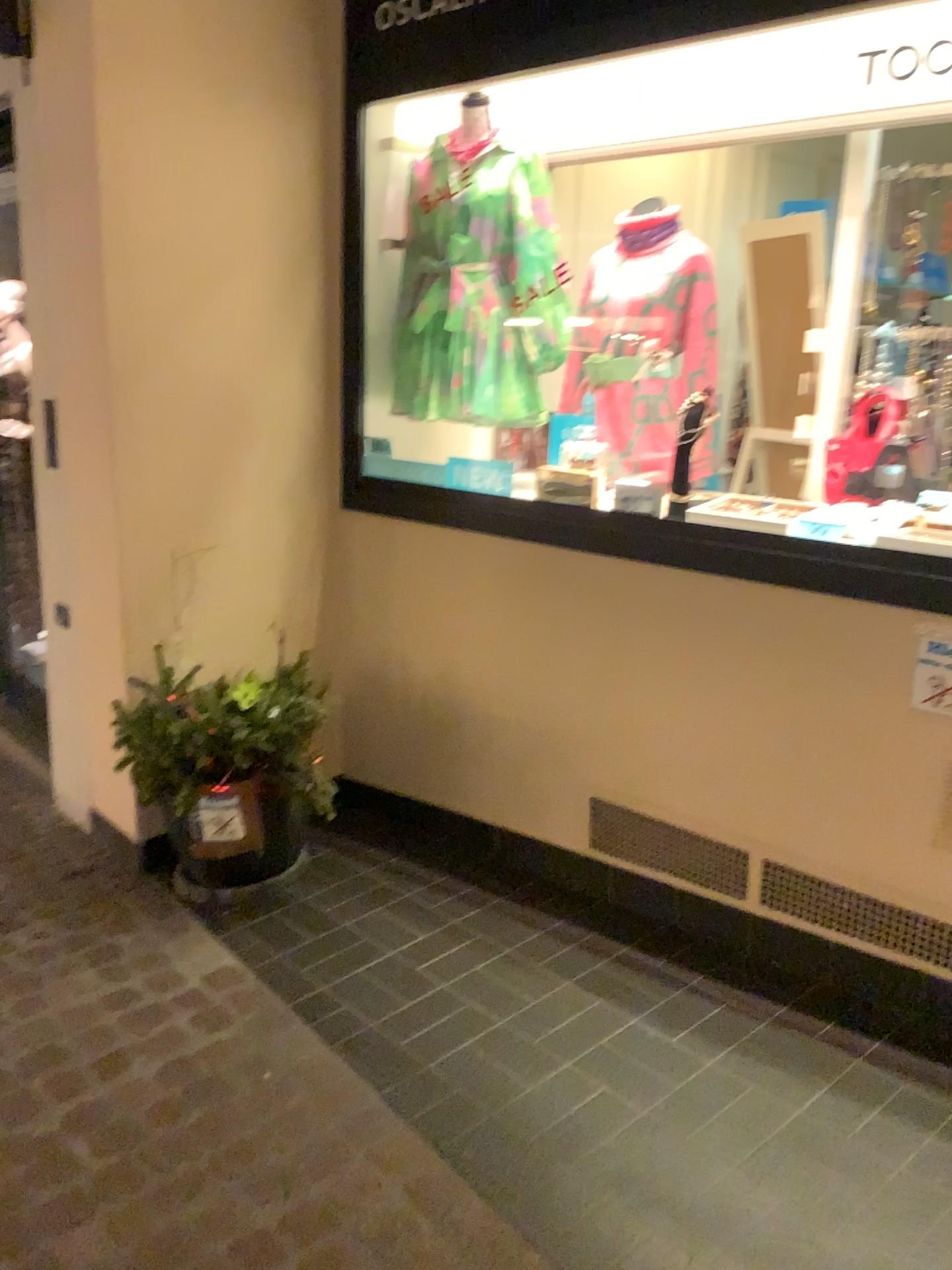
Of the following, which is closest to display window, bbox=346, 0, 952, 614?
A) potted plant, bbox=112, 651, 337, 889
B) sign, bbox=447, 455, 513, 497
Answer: sign, bbox=447, 455, 513, 497

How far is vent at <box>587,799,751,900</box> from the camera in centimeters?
251cm

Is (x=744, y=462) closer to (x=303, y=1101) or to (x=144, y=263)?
(x=144, y=263)

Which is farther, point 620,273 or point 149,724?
point 620,273

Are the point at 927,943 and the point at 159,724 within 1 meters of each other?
no

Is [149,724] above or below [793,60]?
below

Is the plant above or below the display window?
below

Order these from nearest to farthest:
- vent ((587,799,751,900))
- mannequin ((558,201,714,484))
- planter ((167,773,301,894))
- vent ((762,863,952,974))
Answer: vent ((762,863,952,974)) → vent ((587,799,751,900)) → planter ((167,773,301,894)) → mannequin ((558,201,714,484))

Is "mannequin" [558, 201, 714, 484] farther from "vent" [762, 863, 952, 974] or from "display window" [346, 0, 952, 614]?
"vent" [762, 863, 952, 974]

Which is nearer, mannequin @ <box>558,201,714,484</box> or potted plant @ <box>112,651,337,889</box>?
potted plant @ <box>112,651,337,889</box>
